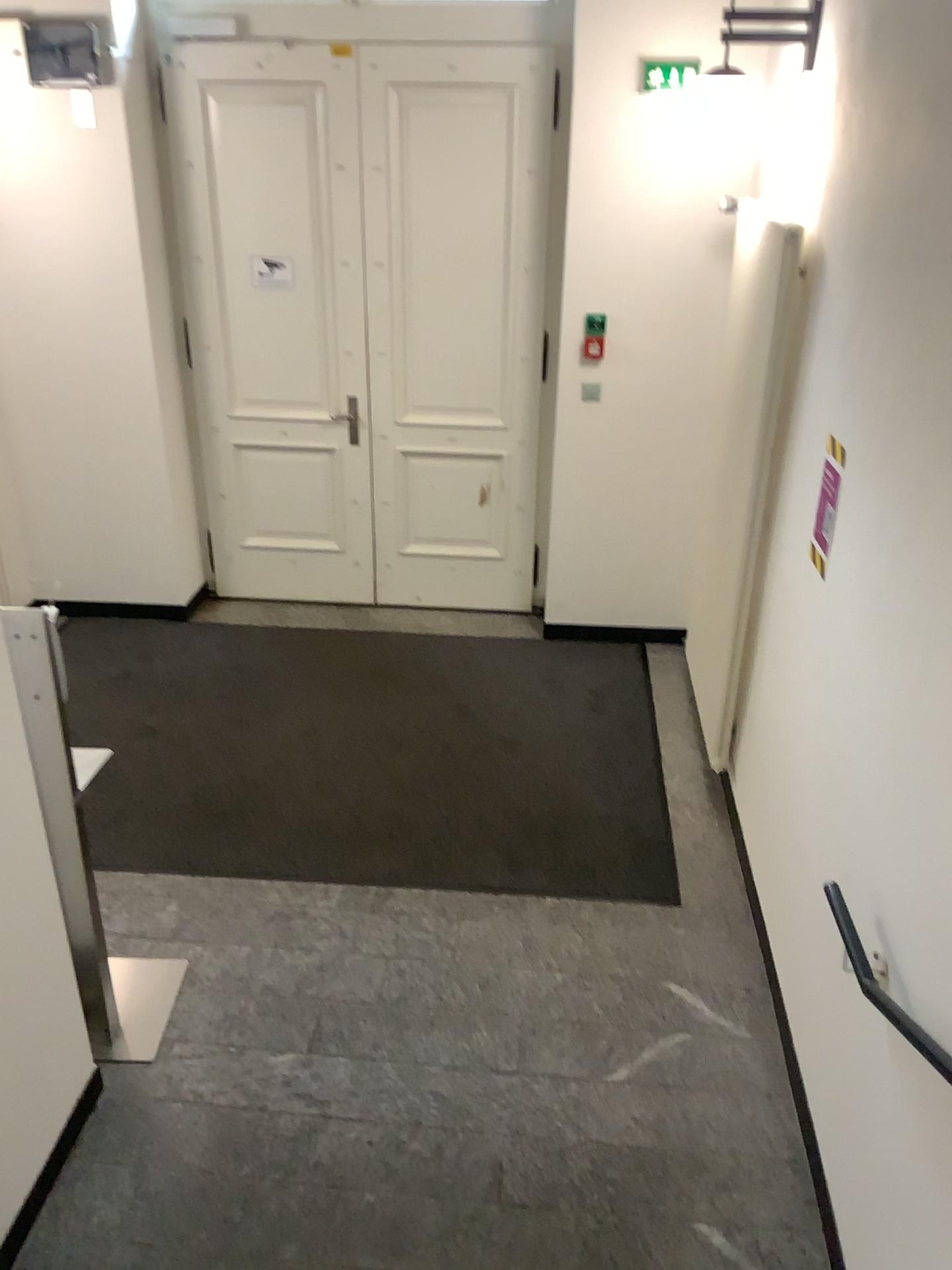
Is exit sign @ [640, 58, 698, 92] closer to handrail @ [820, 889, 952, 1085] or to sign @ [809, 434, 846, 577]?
sign @ [809, 434, 846, 577]

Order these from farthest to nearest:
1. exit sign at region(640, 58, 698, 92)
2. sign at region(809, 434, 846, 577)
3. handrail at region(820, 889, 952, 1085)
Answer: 1. exit sign at region(640, 58, 698, 92)
2. sign at region(809, 434, 846, 577)
3. handrail at region(820, 889, 952, 1085)

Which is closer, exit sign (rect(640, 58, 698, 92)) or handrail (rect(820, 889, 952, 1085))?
handrail (rect(820, 889, 952, 1085))

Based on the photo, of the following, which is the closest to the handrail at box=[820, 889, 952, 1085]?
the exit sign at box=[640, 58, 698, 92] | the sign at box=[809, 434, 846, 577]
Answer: the sign at box=[809, 434, 846, 577]

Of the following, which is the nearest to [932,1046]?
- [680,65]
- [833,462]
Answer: [833,462]

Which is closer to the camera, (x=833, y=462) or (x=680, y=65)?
(x=833, y=462)

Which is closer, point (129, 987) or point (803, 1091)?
point (803, 1091)

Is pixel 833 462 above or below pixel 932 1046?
above

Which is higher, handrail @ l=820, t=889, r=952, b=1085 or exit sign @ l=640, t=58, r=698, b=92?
exit sign @ l=640, t=58, r=698, b=92

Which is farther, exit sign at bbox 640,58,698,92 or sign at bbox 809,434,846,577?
exit sign at bbox 640,58,698,92
